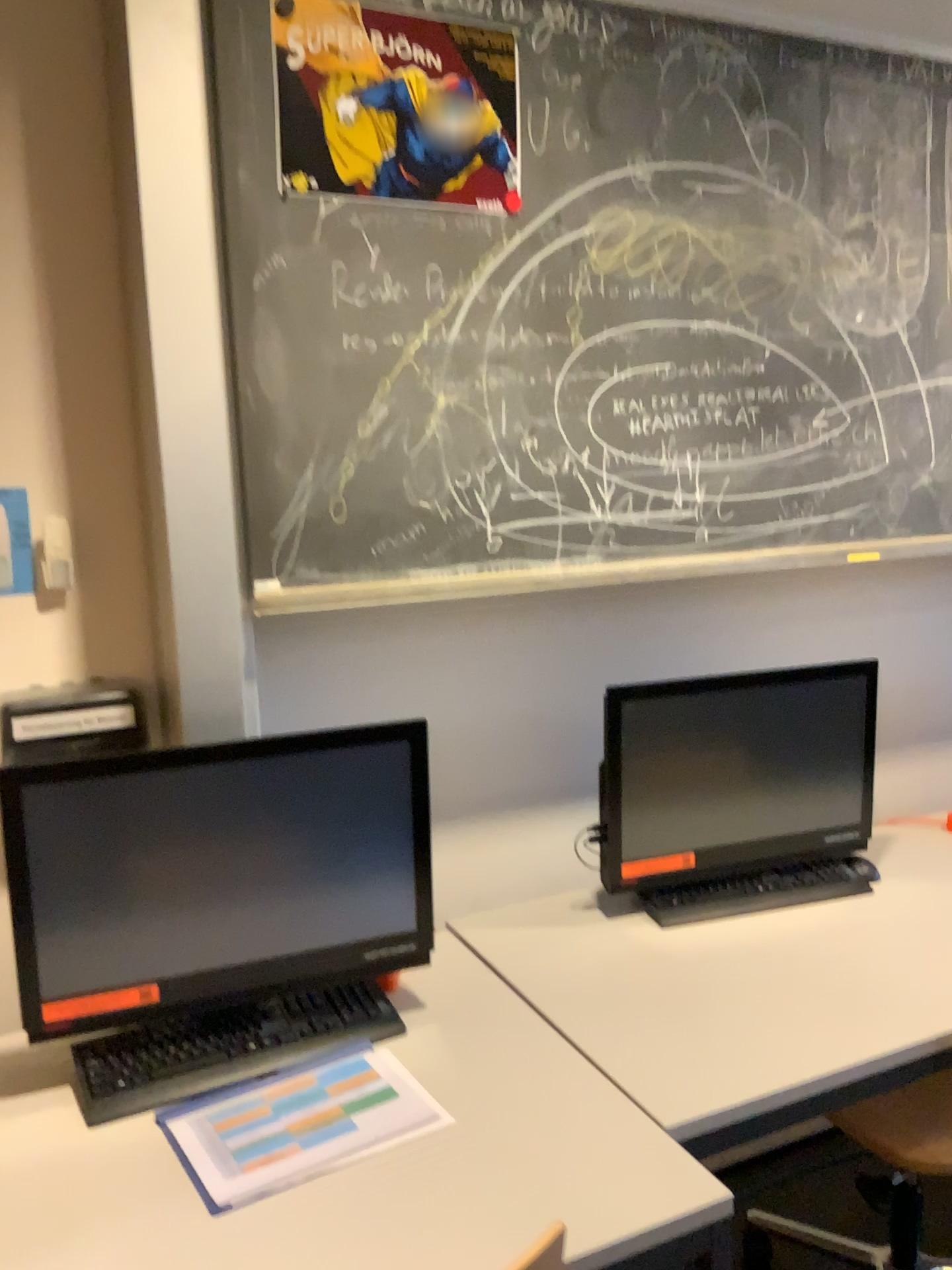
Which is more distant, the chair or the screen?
the chair

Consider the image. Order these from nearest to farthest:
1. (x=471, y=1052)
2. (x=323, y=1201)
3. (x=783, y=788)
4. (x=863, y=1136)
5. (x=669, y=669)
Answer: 1. (x=323, y=1201)
2. (x=471, y=1052)
3. (x=863, y=1136)
4. (x=783, y=788)
5. (x=669, y=669)

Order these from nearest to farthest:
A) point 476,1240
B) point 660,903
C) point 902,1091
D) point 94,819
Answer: point 476,1240 < point 94,819 < point 902,1091 < point 660,903

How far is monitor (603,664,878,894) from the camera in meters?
1.9 m

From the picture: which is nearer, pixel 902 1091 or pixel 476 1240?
pixel 476 1240

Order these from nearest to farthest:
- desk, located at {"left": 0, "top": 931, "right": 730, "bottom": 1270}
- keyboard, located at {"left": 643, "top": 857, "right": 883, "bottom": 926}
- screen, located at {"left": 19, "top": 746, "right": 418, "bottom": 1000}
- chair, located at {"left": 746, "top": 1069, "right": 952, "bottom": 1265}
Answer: desk, located at {"left": 0, "top": 931, "right": 730, "bottom": 1270} < screen, located at {"left": 19, "top": 746, "right": 418, "bottom": 1000} < chair, located at {"left": 746, "top": 1069, "right": 952, "bottom": 1265} < keyboard, located at {"left": 643, "top": 857, "right": 883, "bottom": 926}

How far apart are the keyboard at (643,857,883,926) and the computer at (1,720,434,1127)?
0.51m

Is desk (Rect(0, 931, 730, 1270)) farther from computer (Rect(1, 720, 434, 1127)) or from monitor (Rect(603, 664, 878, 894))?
monitor (Rect(603, 664, 878, 894))

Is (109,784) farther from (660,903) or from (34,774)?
(660,903)

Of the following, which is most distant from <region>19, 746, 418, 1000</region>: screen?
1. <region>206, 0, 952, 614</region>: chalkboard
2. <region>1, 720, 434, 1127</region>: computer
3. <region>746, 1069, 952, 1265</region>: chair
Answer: <region>746, 1069, 952, 1265</region>: chair
